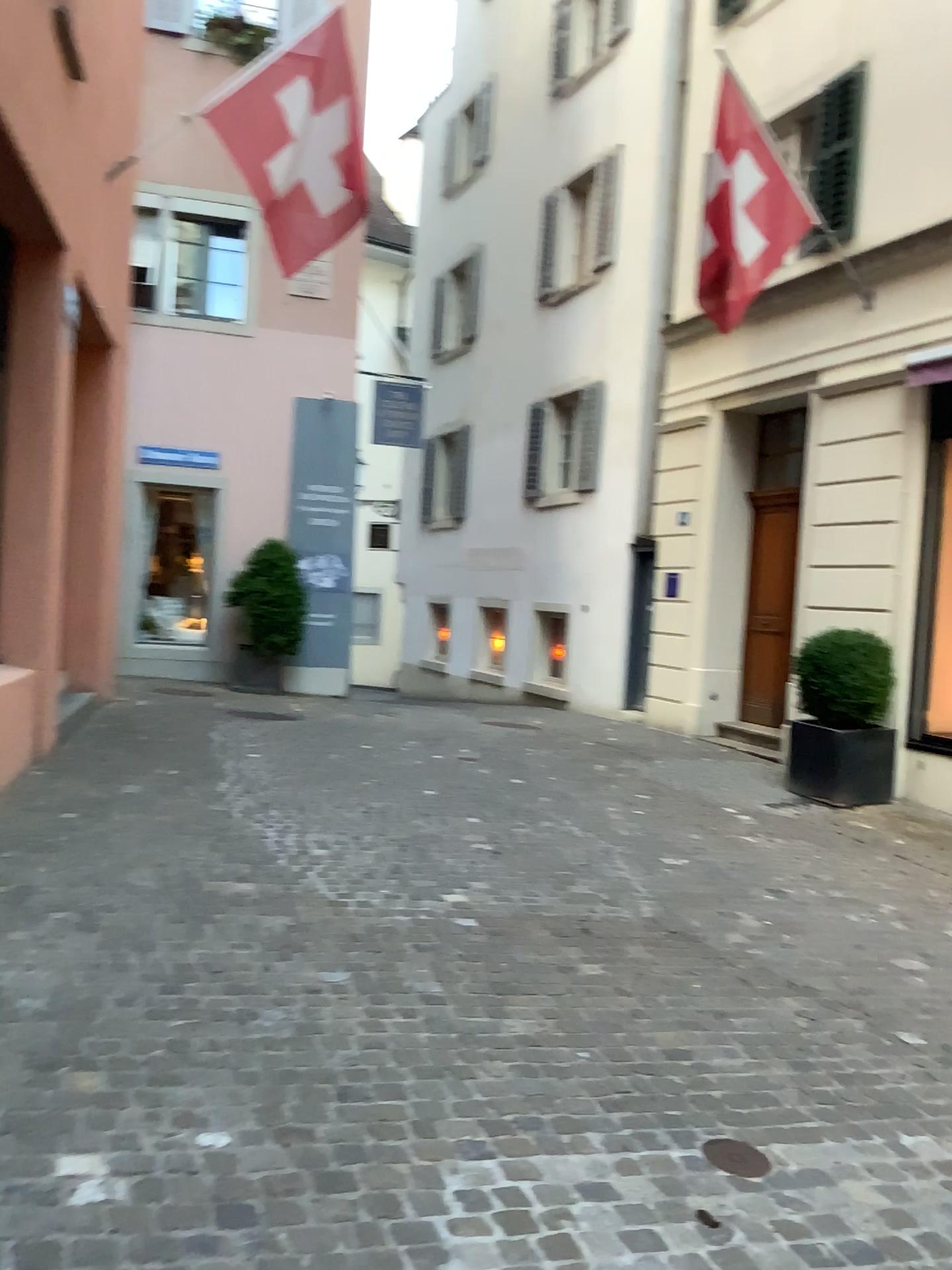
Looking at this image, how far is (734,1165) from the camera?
2.7 meters

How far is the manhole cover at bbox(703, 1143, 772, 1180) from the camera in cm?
272

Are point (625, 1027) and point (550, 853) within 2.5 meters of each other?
yes
